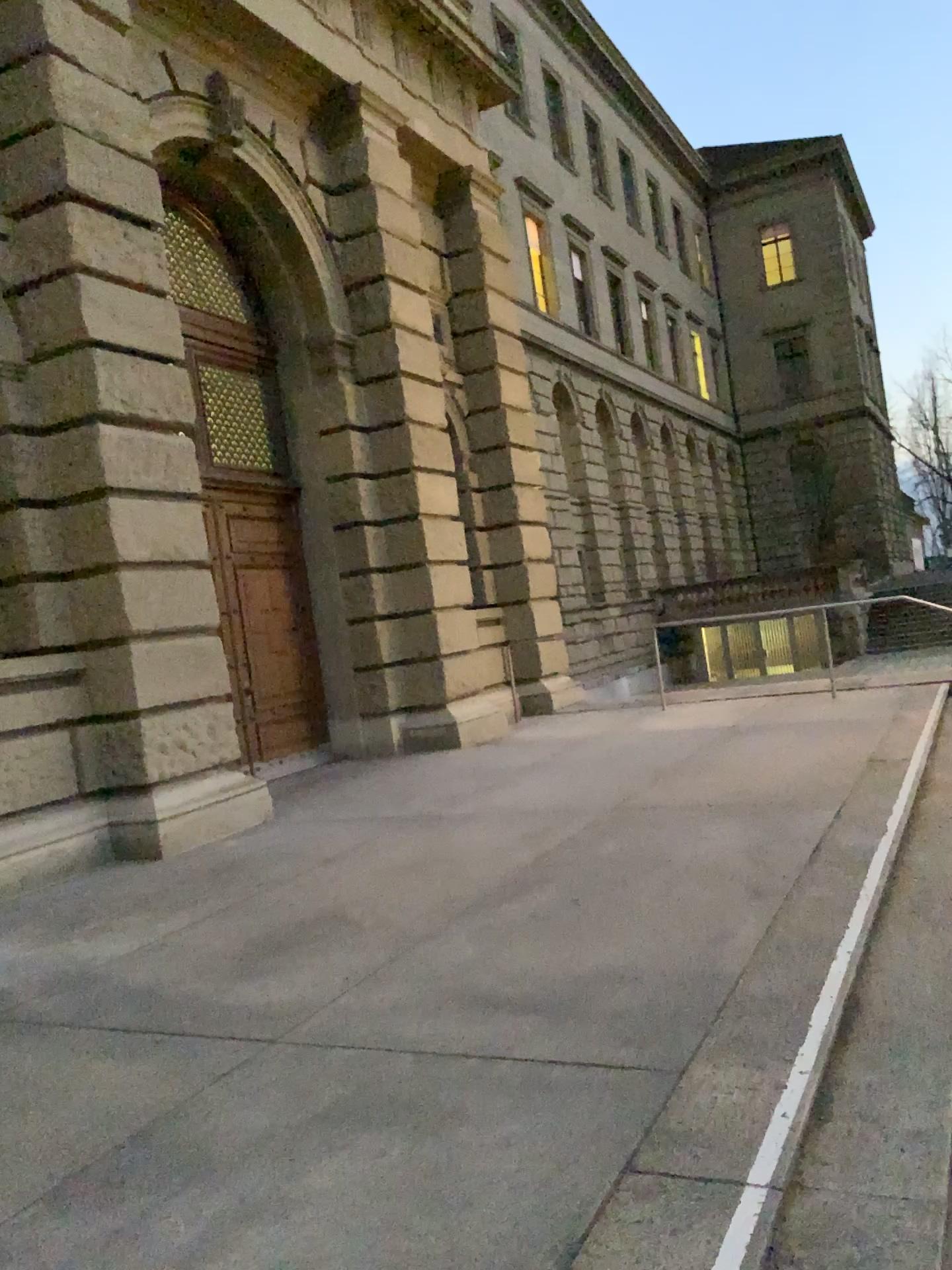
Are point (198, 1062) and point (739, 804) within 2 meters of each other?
no
